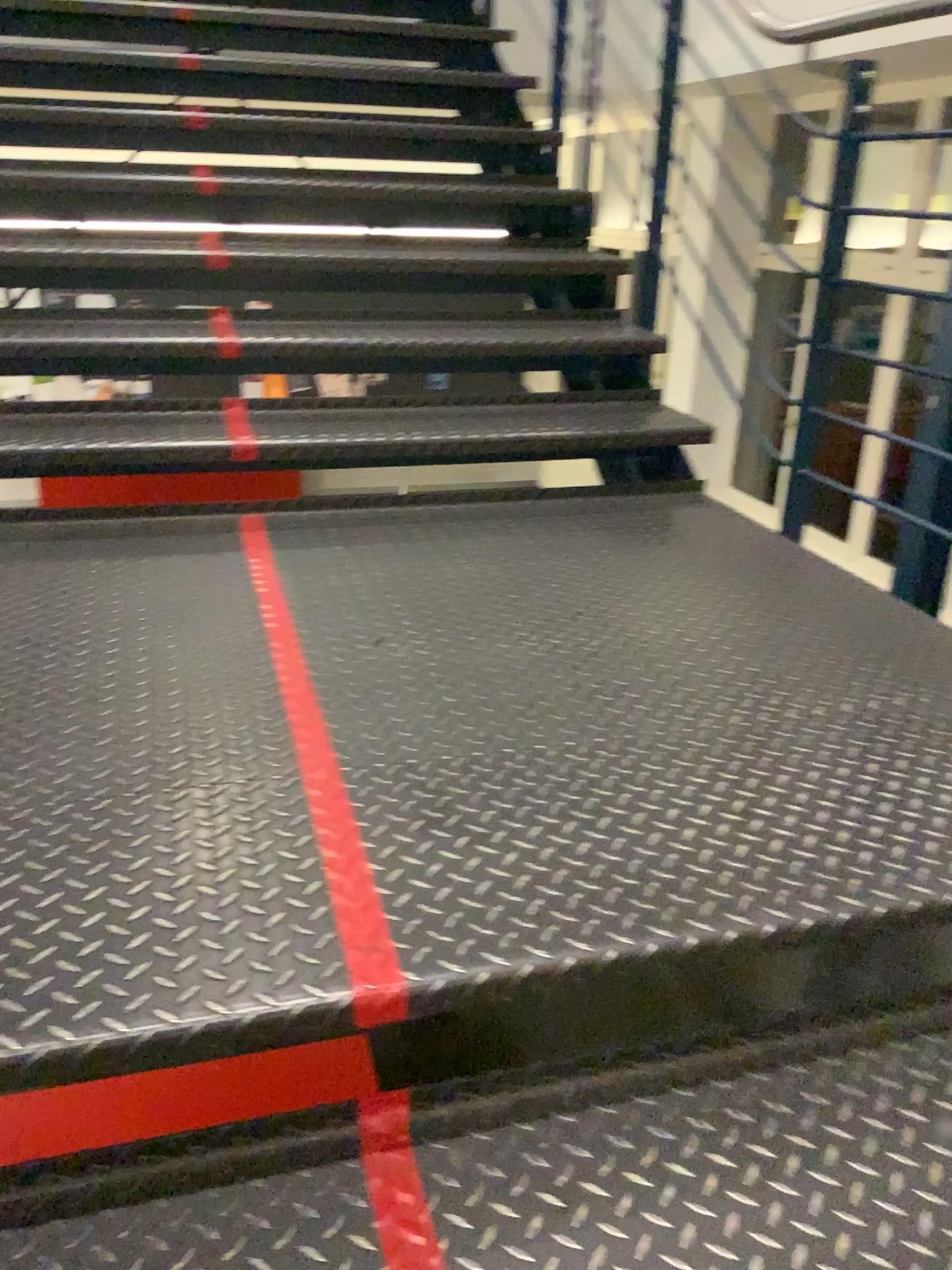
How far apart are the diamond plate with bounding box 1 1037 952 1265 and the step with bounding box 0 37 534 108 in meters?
3.2

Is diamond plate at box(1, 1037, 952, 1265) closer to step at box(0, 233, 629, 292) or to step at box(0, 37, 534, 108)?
step at box(0, 233, 629, 292)

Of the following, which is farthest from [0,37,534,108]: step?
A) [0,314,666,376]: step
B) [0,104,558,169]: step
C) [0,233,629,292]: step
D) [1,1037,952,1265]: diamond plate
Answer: [1,1037,952,1265]: diamond plate

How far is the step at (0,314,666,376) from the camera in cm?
257

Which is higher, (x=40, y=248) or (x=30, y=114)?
(x=30, y=114)

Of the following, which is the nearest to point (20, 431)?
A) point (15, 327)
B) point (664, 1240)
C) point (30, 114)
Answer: point (15, 327)

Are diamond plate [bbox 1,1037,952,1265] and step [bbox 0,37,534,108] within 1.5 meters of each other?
no

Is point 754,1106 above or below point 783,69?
below

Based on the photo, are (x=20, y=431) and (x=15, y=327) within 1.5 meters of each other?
yes

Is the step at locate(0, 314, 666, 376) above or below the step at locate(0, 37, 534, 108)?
below
